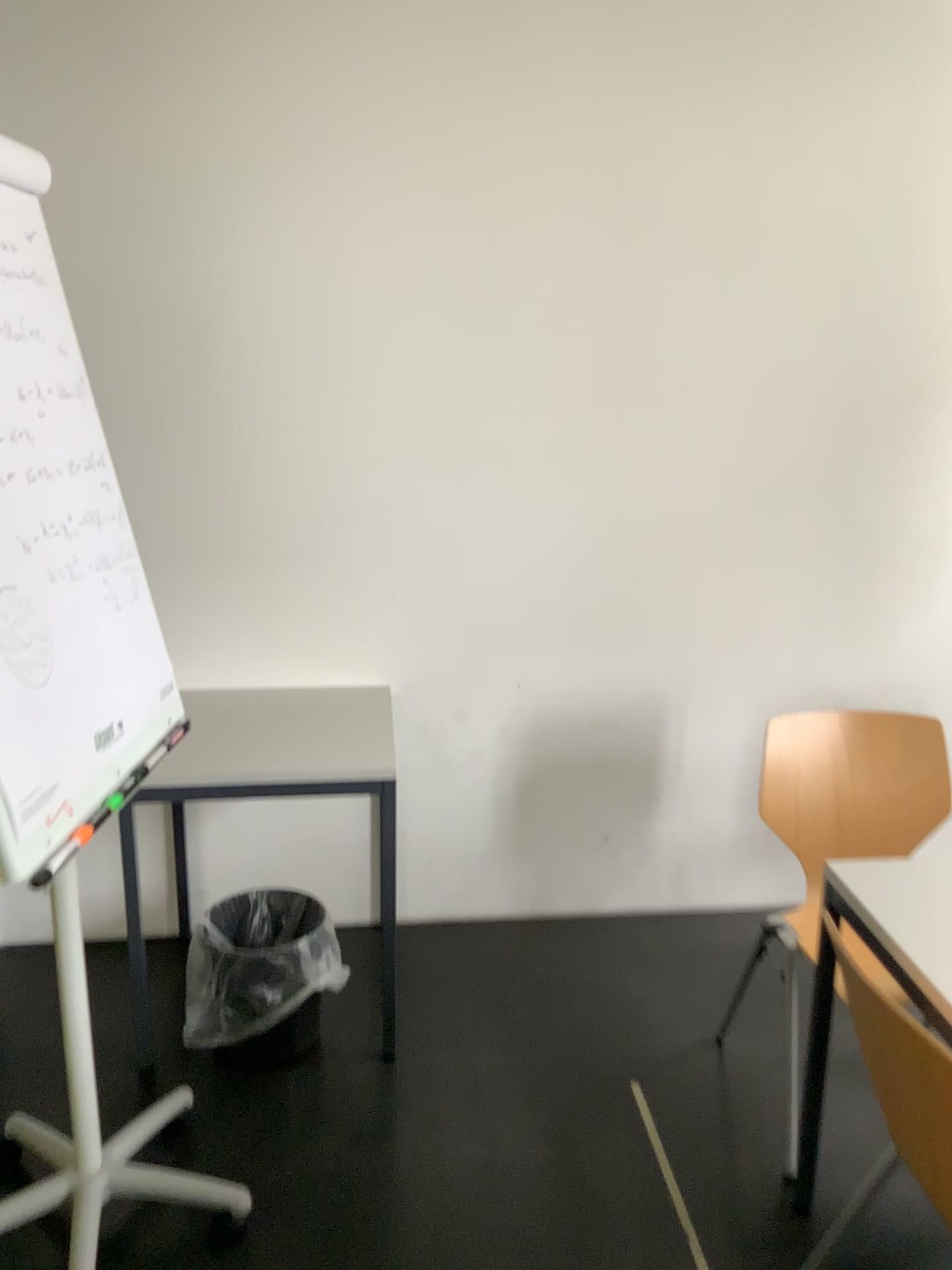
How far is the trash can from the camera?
2.4 meters

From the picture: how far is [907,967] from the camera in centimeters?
162cm

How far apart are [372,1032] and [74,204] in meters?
2.1 m

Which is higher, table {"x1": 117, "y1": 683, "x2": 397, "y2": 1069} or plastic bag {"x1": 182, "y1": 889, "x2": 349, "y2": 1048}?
table {"x1": 117, "y1": 683, "x2": 397, "y2": 1069}

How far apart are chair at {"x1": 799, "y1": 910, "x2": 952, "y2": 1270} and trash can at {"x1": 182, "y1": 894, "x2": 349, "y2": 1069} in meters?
1.3

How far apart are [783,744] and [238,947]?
1.3 meters

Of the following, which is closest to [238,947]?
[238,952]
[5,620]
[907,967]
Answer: [238,952]

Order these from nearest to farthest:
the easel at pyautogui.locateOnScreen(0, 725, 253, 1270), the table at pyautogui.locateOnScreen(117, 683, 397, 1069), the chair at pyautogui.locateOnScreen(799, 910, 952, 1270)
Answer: the chair at pyautogui.locateOnScreen(799, 910, 952, 1270), the easel at pyautogui.locateOnScreen(0, 725, 253, 1270), the table at pyautogui.locateOnScreen(117, 683, 397, 1069)

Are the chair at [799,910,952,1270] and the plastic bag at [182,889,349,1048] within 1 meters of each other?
no

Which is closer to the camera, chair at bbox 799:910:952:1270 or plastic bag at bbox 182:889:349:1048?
chair at bbox 799:910:952:1270
